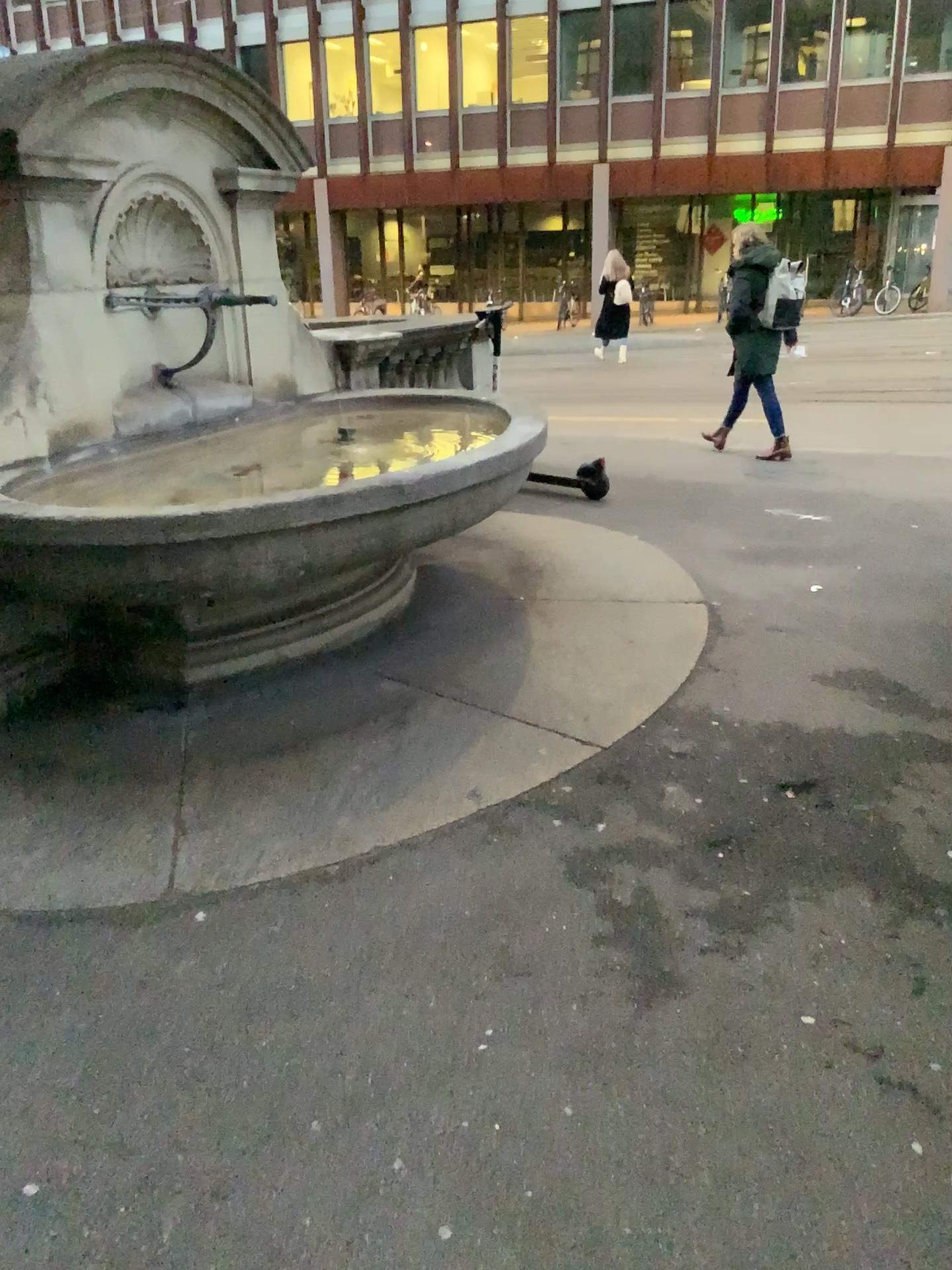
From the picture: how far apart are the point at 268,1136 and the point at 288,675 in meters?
2.2
